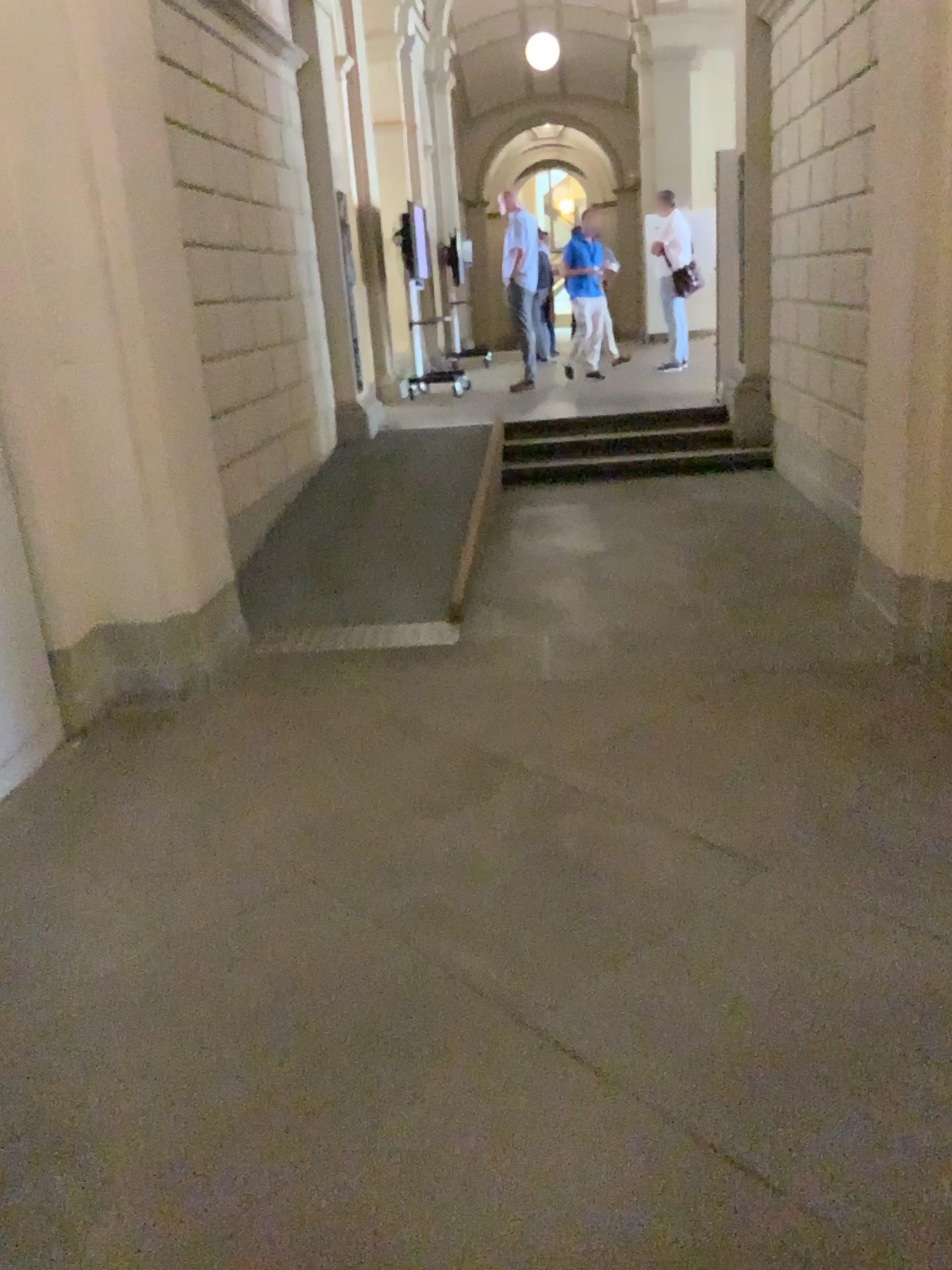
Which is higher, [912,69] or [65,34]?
[65,34]

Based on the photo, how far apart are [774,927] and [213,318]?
3.7 meters
